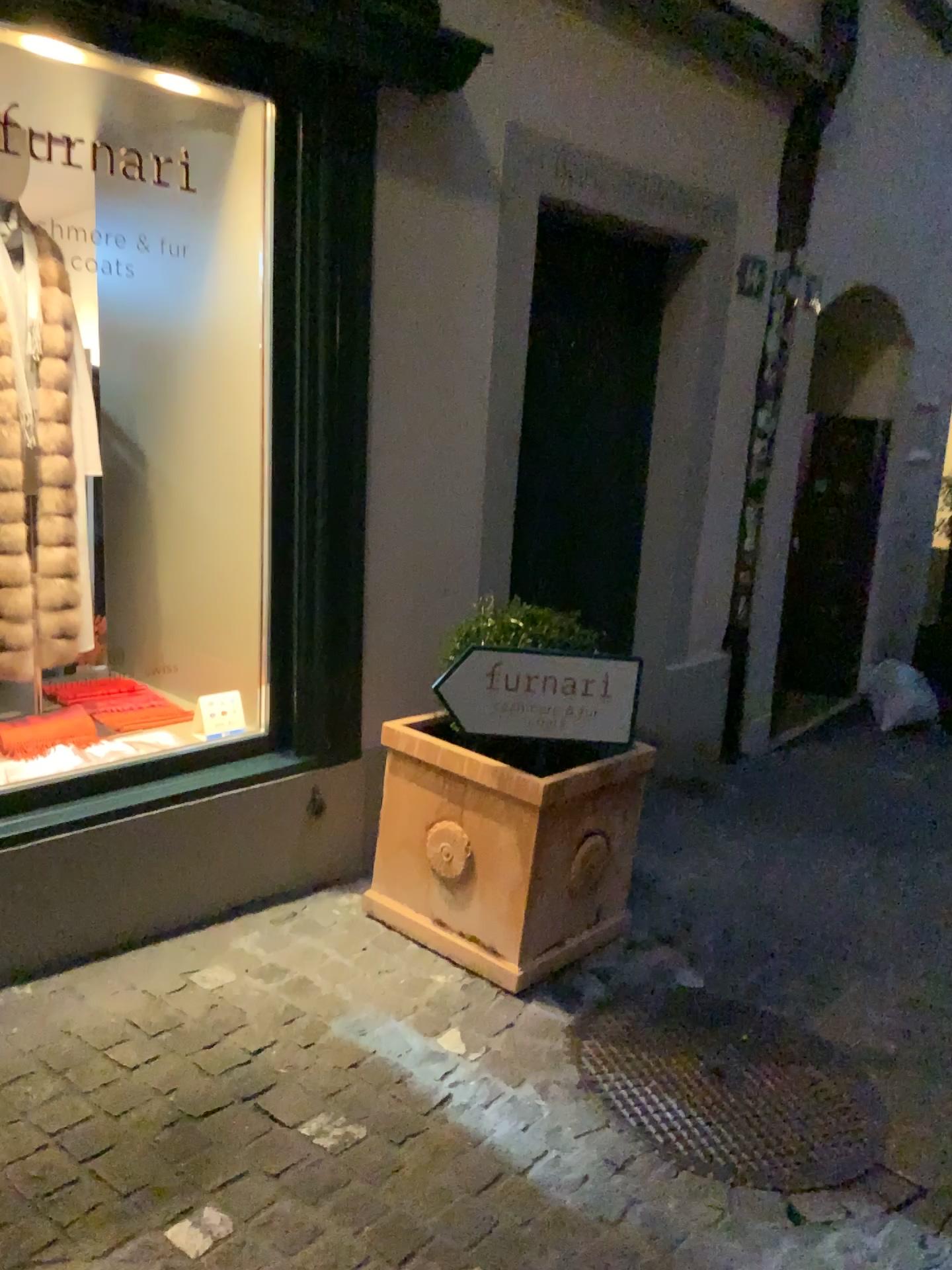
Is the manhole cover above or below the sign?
below

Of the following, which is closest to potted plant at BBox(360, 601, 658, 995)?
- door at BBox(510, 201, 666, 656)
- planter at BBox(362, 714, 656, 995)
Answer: planter at BBox(362, 714, 656, 995)

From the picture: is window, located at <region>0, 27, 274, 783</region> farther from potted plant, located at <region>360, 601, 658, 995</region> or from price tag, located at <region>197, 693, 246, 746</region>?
potted plant, located at <region>360, 601, 658, 995</region>

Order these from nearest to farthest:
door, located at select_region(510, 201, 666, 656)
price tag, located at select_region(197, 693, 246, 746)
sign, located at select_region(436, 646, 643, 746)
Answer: sign, located at select_region(436, 646, 643, 746)
price tag, located at select_region(197, 693, 246, 746)
door, located at select_region(510, 201, 666, 656)

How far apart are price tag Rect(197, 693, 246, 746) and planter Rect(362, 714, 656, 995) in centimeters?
57cm

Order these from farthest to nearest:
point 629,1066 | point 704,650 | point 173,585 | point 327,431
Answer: point 704,650, point 173,585, point 327,431, point 629,1066

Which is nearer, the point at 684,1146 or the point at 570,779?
the point at 684,1146

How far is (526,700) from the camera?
2.6m

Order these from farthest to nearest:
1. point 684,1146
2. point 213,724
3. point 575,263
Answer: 1. point 575,263
2. point 213,724
3. point 684,1146

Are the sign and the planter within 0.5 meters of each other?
yes
